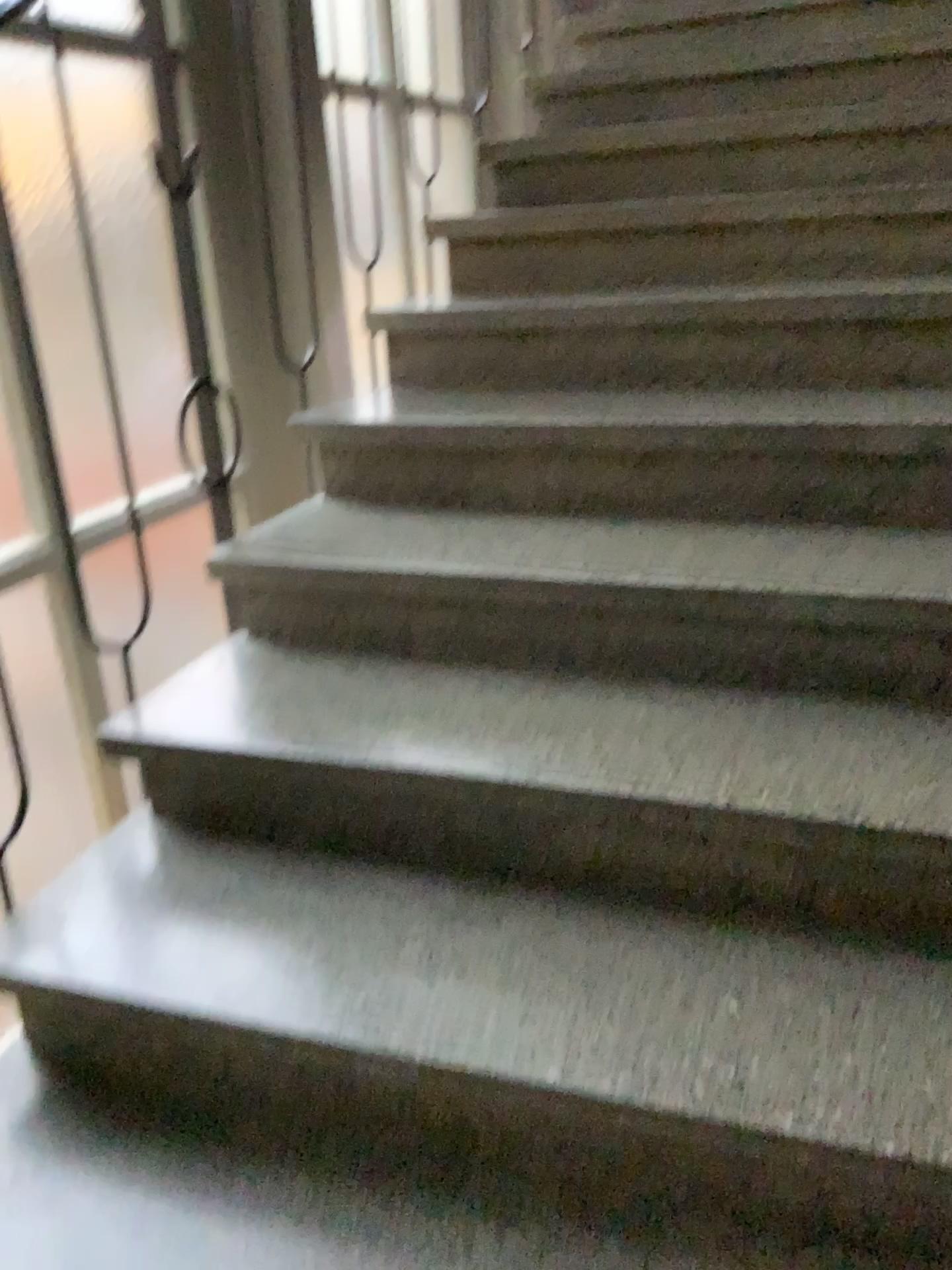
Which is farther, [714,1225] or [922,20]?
[922,20]

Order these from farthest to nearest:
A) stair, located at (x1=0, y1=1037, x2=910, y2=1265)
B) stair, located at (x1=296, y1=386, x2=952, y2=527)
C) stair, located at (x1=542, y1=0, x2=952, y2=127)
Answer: stair, located at (x1=542, y1=0, x2=952, y2=127)
stair, located at (x1=296, y1=386, x2=952, y2=527)
stair, located at (x1=0, y1=1037, x2=910, y2=1265)

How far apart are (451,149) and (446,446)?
1.5 meters

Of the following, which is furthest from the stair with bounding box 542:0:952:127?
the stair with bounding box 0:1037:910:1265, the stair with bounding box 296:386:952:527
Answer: the stair with bounding box 0:1037:910:1265

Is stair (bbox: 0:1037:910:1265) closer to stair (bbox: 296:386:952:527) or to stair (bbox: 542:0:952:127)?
stair (bbox: 296:386:952:527)

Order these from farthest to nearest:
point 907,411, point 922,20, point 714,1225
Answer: point 922,20 → point 907,411 → point 714,1225

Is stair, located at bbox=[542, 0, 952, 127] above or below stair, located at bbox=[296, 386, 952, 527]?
above

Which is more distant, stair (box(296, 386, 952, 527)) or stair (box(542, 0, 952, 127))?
stair (box(542, 0, 952, 127))

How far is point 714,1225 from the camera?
1.1m

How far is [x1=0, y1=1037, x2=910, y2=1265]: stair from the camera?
1.1m
